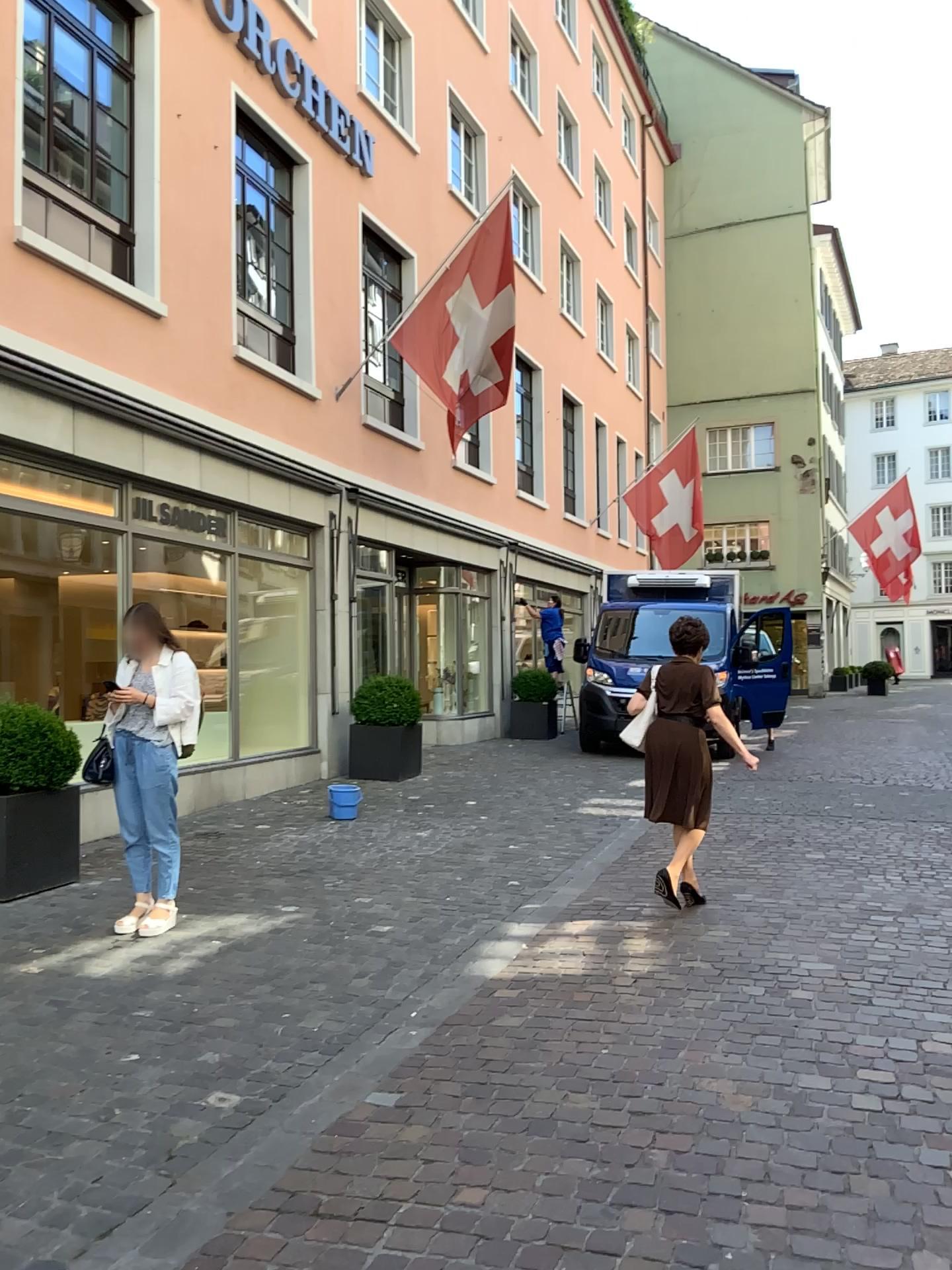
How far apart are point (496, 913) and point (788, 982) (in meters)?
1.68
